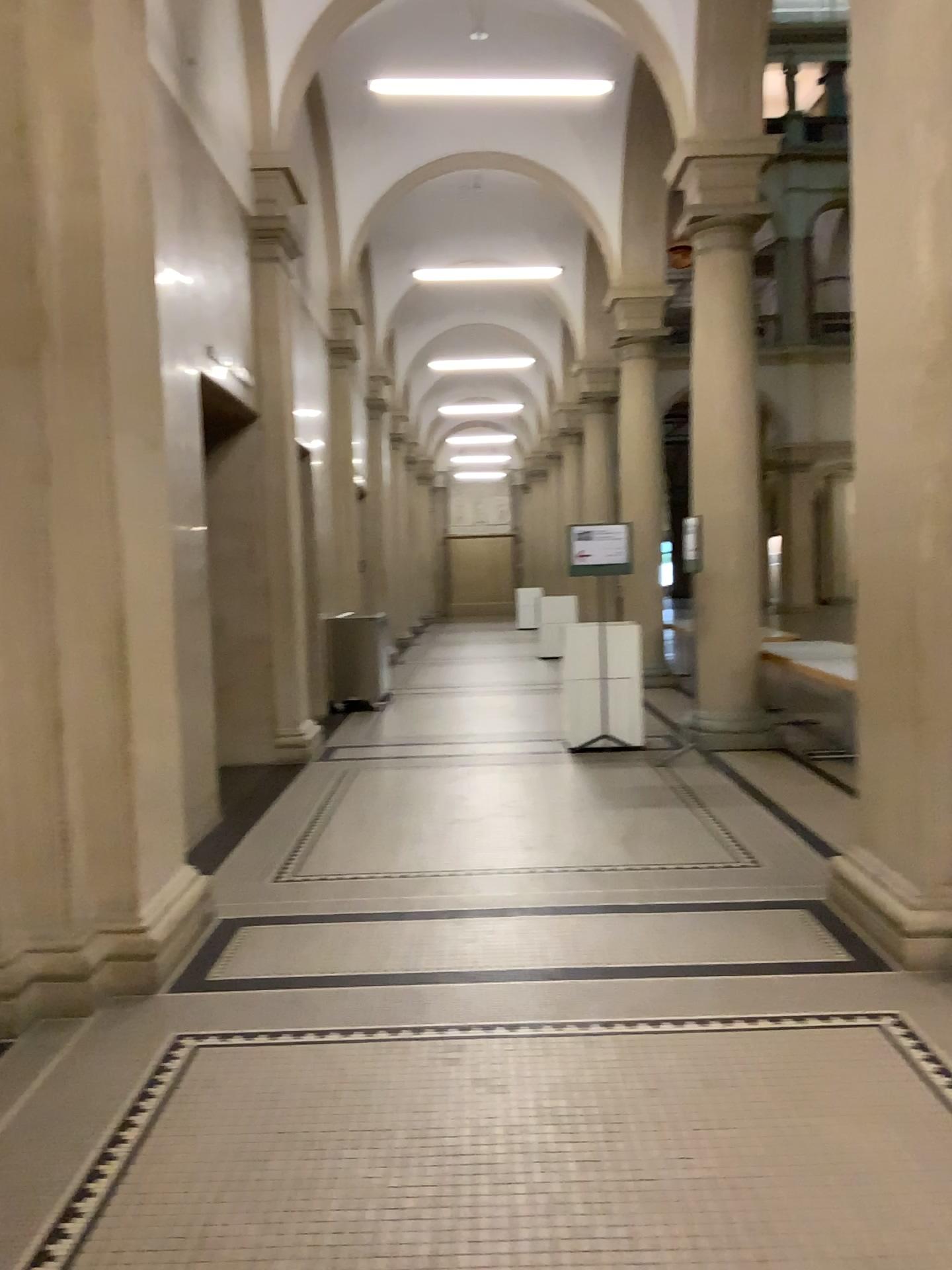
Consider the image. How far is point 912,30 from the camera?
3.8m

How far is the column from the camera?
3.8m

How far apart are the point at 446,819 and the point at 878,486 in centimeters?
301cm
